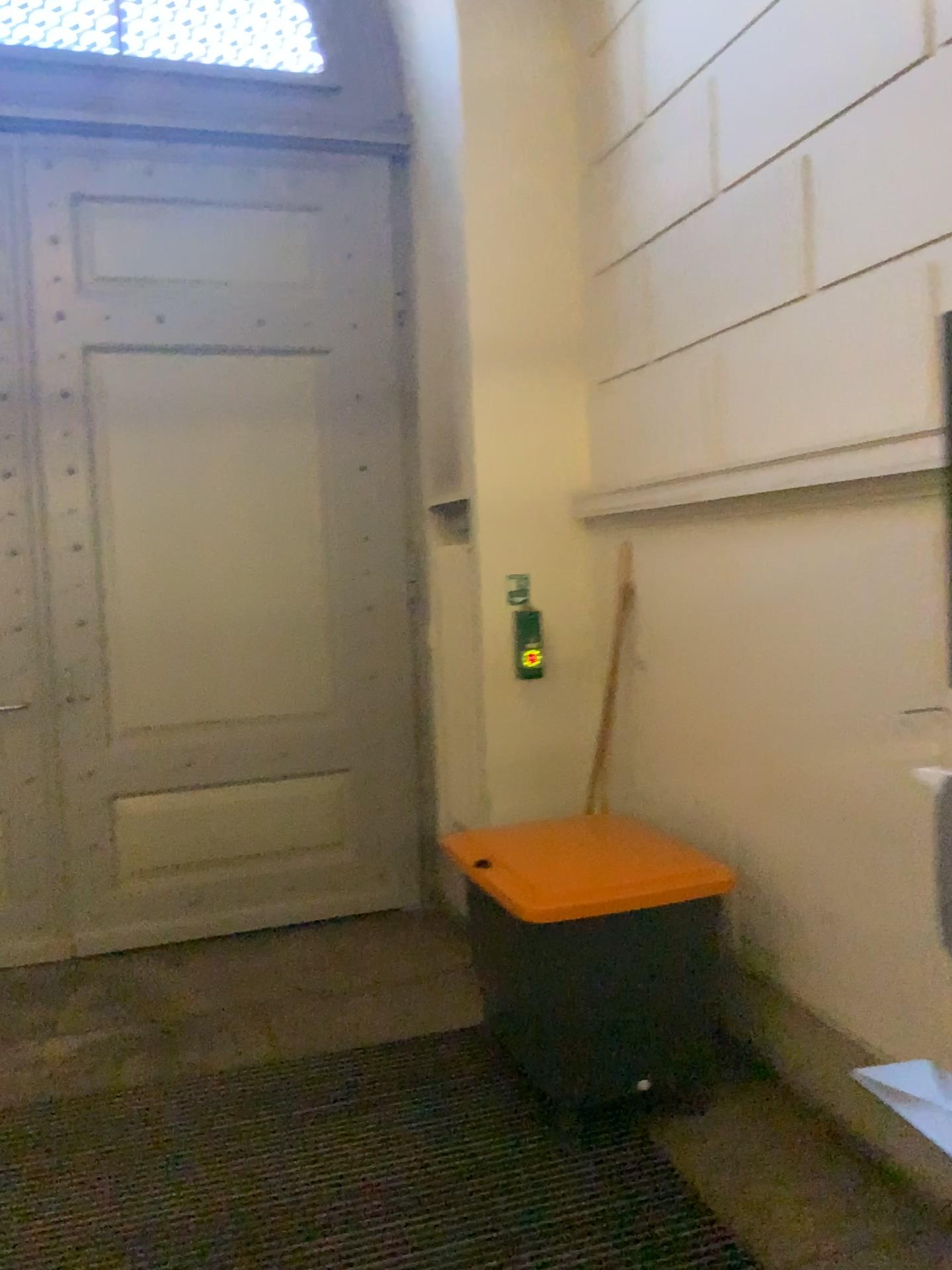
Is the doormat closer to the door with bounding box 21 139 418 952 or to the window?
the door with bounding box 21 139 418 952

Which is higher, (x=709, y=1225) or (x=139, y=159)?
(x=139, y=159)

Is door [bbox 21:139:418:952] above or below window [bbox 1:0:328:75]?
below

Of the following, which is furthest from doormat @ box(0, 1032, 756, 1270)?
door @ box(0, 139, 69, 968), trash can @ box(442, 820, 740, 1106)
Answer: door @ box(0, 139, 69, 968)

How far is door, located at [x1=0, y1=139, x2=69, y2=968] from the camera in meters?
4.2

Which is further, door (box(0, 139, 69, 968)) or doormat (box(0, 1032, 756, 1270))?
door (box(0, 139, 69, 968))

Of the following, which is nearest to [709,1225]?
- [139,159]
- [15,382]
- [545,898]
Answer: [545,898]

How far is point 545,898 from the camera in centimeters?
275cm

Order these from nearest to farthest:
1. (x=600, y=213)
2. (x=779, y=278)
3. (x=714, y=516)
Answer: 1. (x=779, y=278)
2. (x=714, y=516)
3. (x=600, y=213)

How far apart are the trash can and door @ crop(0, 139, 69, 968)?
2.09m
